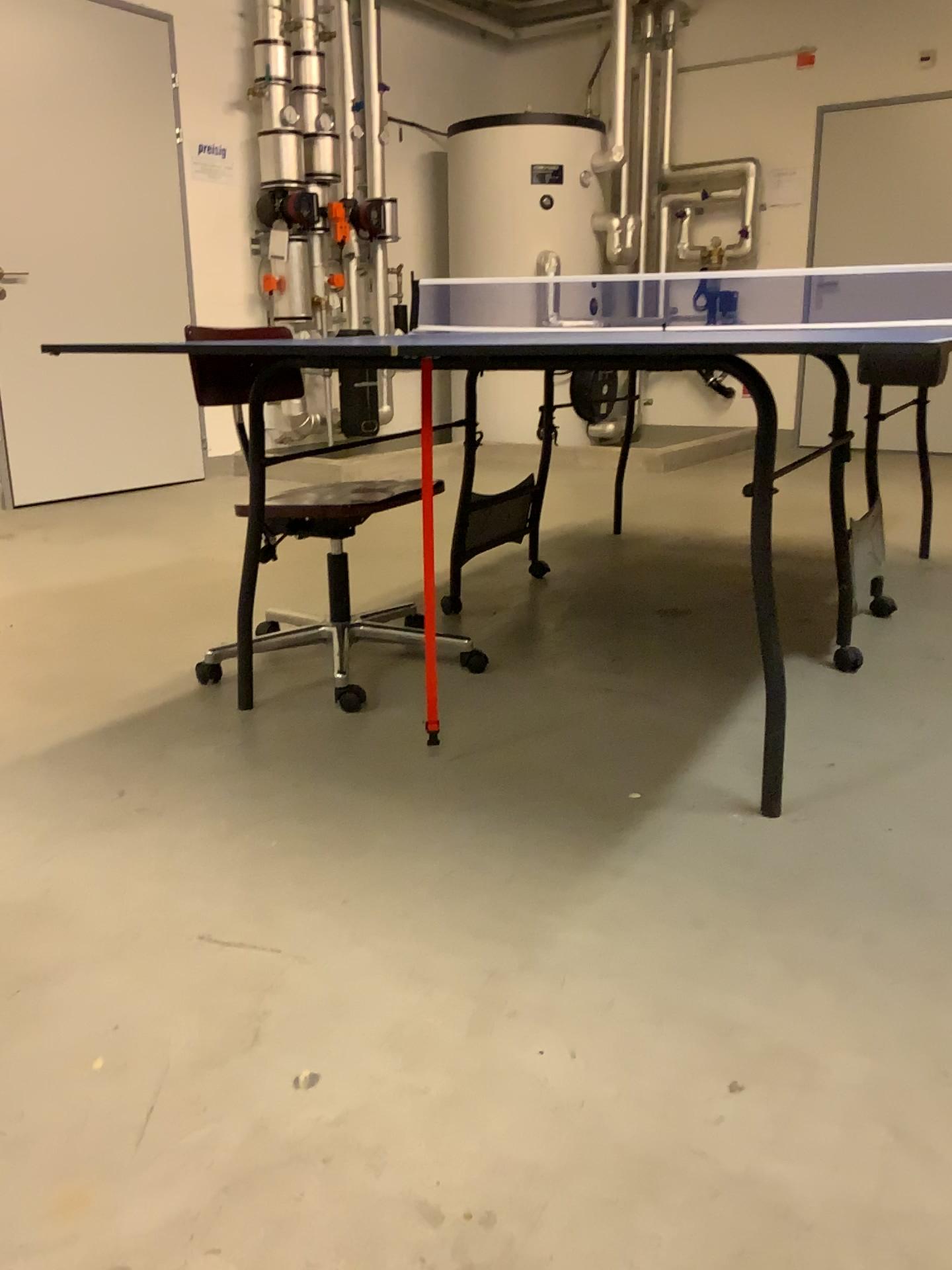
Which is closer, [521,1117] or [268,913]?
[521,1117]

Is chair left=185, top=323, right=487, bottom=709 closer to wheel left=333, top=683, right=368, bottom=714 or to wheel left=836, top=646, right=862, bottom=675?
wheel left=333, top=683, right=368, bottom=714

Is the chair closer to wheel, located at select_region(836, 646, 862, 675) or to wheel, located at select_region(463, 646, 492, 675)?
wheel, located at select_region(463, 646, 492, 675)

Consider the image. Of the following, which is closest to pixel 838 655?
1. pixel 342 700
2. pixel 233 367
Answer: pixel 342 700

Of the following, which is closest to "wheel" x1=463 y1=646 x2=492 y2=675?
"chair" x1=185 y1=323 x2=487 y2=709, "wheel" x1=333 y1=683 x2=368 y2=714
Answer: "chair" x1=185 y1=323 x2=487 y2=709

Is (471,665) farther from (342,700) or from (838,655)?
(838,655)

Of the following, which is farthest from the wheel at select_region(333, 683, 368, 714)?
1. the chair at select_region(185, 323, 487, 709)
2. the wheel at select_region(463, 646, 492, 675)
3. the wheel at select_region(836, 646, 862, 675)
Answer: the wheel at select_region(836, 646, 862, 675)

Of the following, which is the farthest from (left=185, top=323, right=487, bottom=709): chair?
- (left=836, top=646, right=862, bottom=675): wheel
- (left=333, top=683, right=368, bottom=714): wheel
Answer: (left=836, top=646, right=862, bottom=675): wheel

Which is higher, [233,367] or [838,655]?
[233,367]

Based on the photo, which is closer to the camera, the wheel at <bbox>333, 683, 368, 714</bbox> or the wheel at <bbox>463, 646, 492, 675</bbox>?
the wheel at <bbox>333, 683, 368, 714</bbox>
